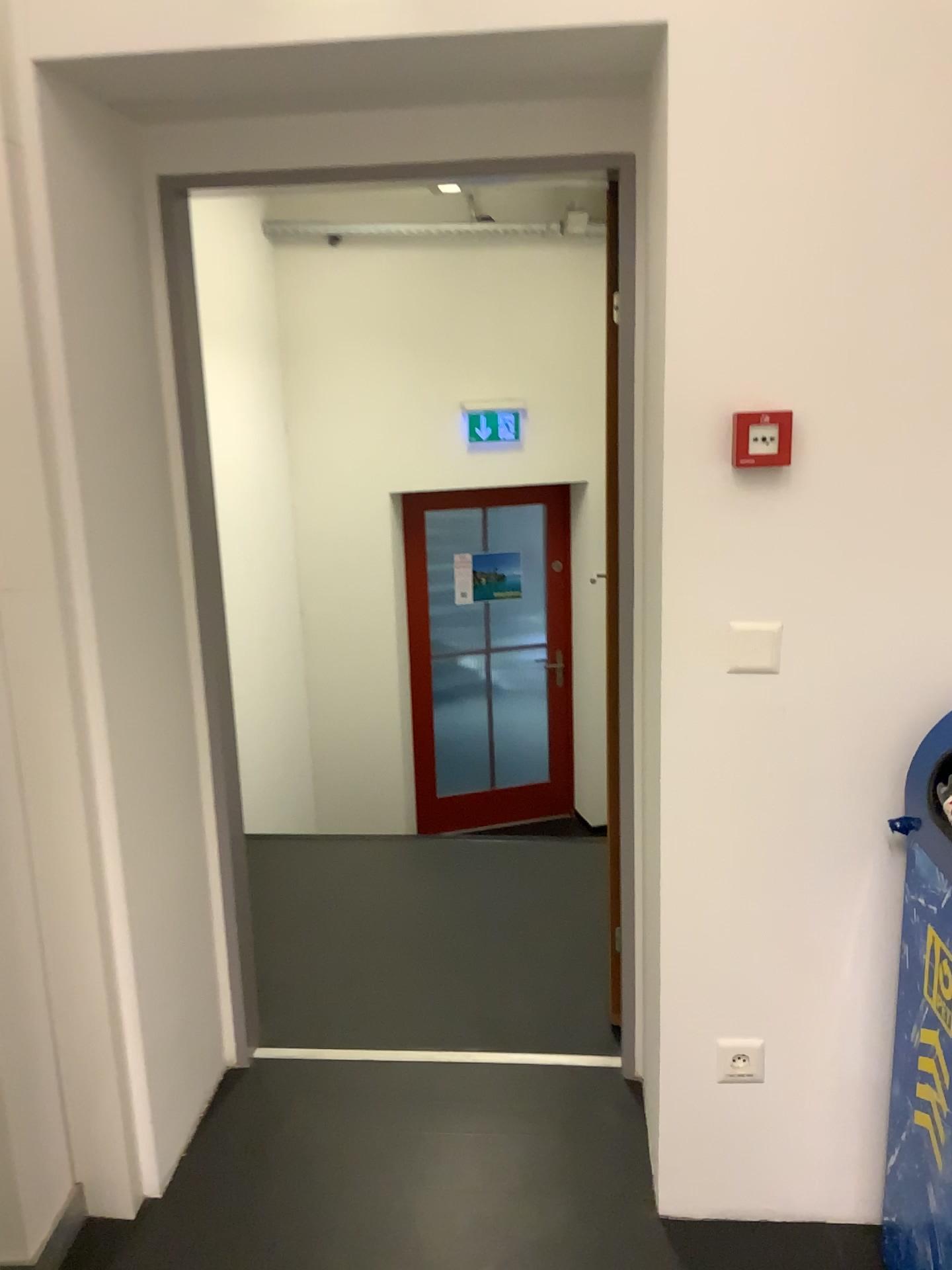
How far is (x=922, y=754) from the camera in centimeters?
170cm

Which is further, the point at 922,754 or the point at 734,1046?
the point at 734,1046

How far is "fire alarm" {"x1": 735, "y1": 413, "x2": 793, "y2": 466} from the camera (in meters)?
1.70

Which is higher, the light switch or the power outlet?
the light switch

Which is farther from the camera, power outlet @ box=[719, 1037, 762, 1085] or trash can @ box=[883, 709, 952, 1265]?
power outlet @ box=[719, 1037, 762, 1085]

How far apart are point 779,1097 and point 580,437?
4.2m

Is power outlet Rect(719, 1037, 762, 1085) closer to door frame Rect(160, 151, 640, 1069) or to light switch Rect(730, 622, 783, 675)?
door frame Rect(160, 151, 640, 1069)

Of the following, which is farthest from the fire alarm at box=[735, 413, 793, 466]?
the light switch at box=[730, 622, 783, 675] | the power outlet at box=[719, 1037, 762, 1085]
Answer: the power outlet at box=[719, 1037, 762, 1085]

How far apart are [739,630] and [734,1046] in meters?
0.8 m

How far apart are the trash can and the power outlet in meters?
0.3 m
